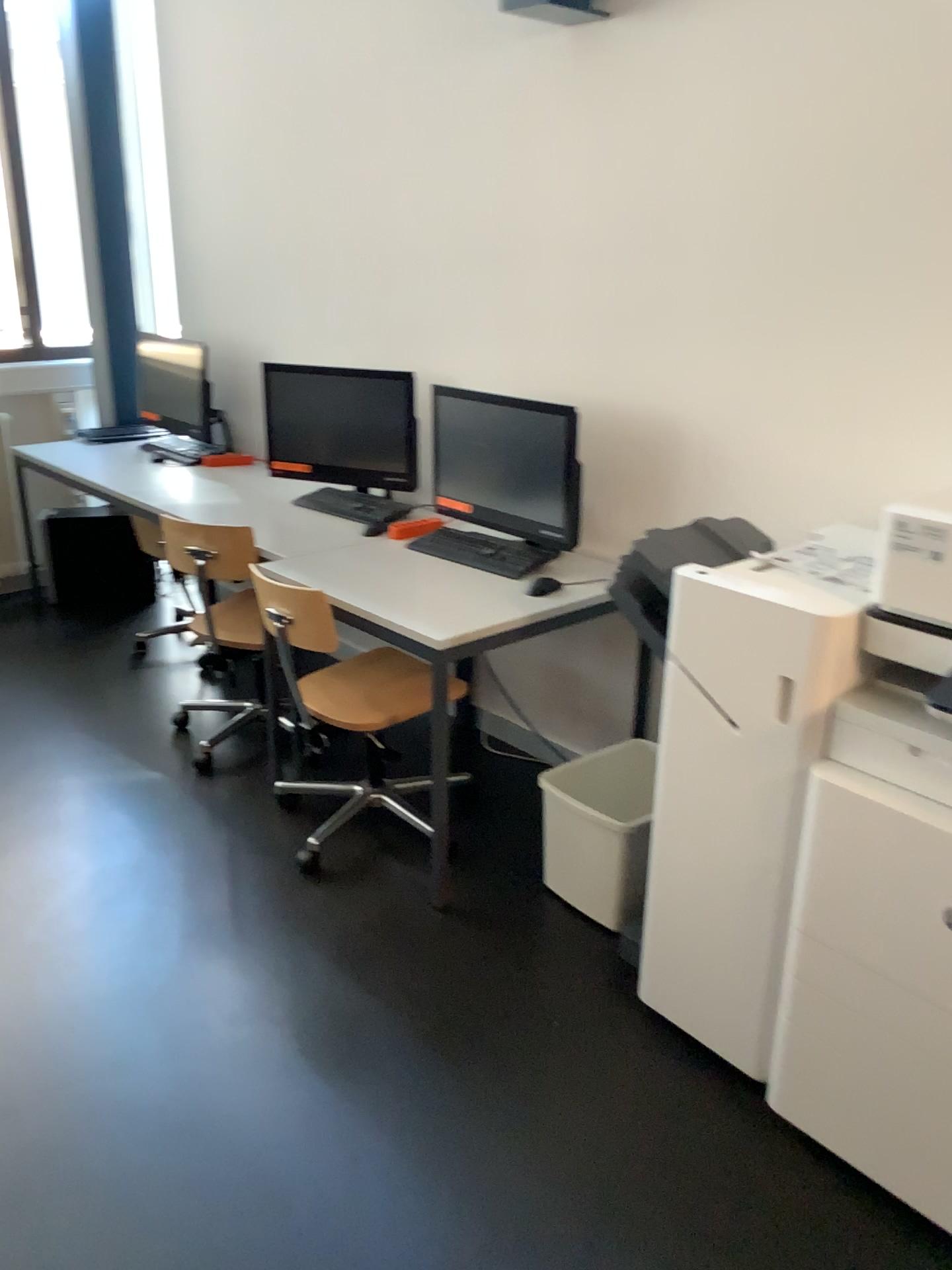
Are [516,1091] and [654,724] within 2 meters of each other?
yes

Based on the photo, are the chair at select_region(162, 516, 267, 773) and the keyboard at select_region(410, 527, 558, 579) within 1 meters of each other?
yes

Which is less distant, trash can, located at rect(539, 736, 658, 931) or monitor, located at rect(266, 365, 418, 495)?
trash can, located at rect(539, 736, 658, 931)

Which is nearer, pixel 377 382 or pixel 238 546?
pixel 238 546

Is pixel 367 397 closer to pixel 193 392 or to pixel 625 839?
pixel 193 392

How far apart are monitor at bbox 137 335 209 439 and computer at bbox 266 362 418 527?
0.68m

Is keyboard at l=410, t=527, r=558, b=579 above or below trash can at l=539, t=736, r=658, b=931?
above

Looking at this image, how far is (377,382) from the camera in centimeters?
345cm

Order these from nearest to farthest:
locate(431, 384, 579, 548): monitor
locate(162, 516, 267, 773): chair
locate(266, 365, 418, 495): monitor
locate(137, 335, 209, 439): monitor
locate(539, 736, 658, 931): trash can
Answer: locate(539, 736, 658, 931): trash can < locate(431, 384, 579, 548): monitor < locate(162, 516, 267, 773): chair < locate(266, 365, 418, 495): monitor < locate(137, 335, 209, 439): monitor

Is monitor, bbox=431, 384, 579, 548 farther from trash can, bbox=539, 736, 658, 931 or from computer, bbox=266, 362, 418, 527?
trash can, bbox=539, 736, 658, 931
